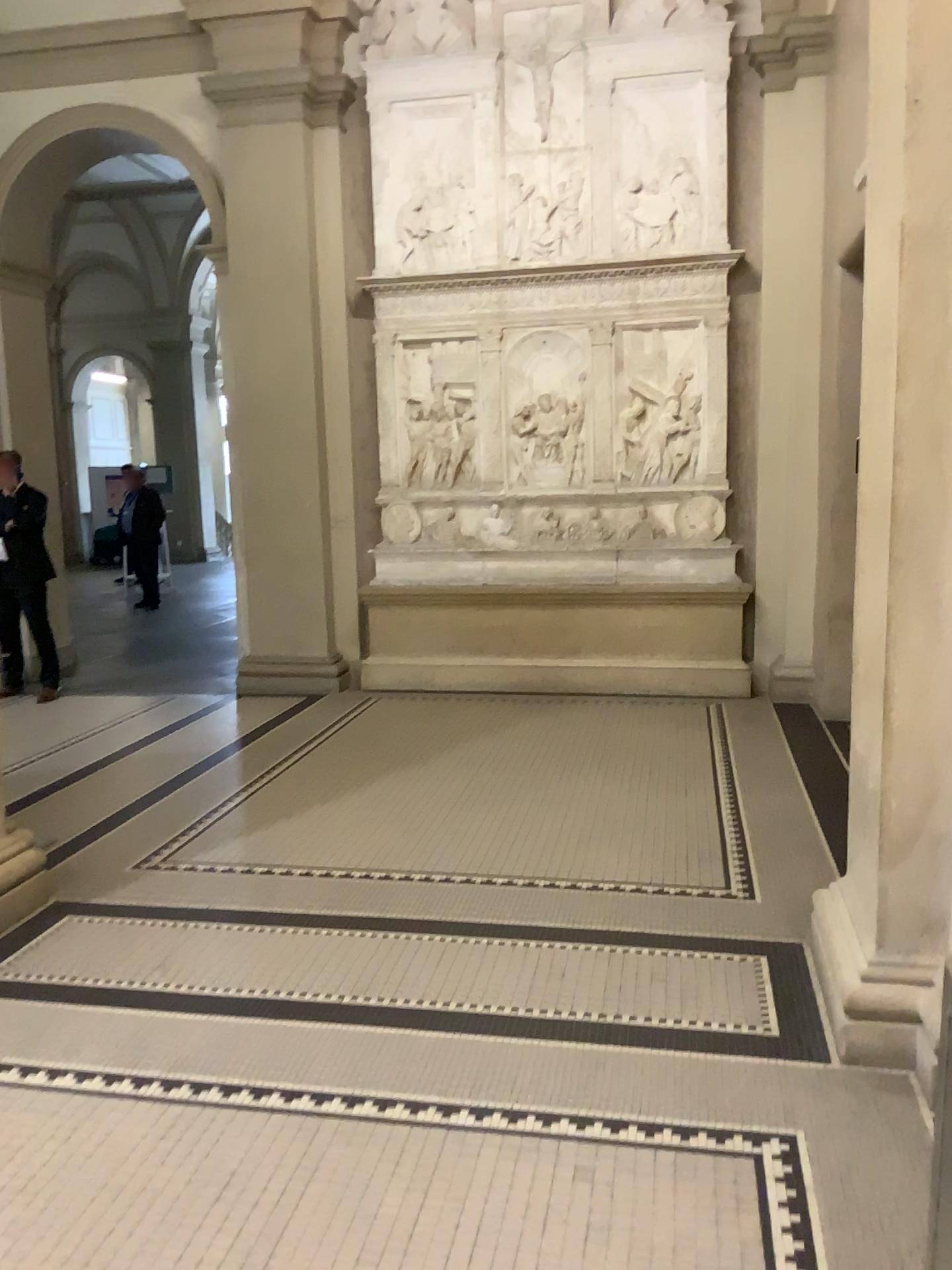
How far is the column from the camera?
2.5 meters

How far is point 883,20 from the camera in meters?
2.5 m

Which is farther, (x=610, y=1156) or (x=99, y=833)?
(x=99, y=833)
